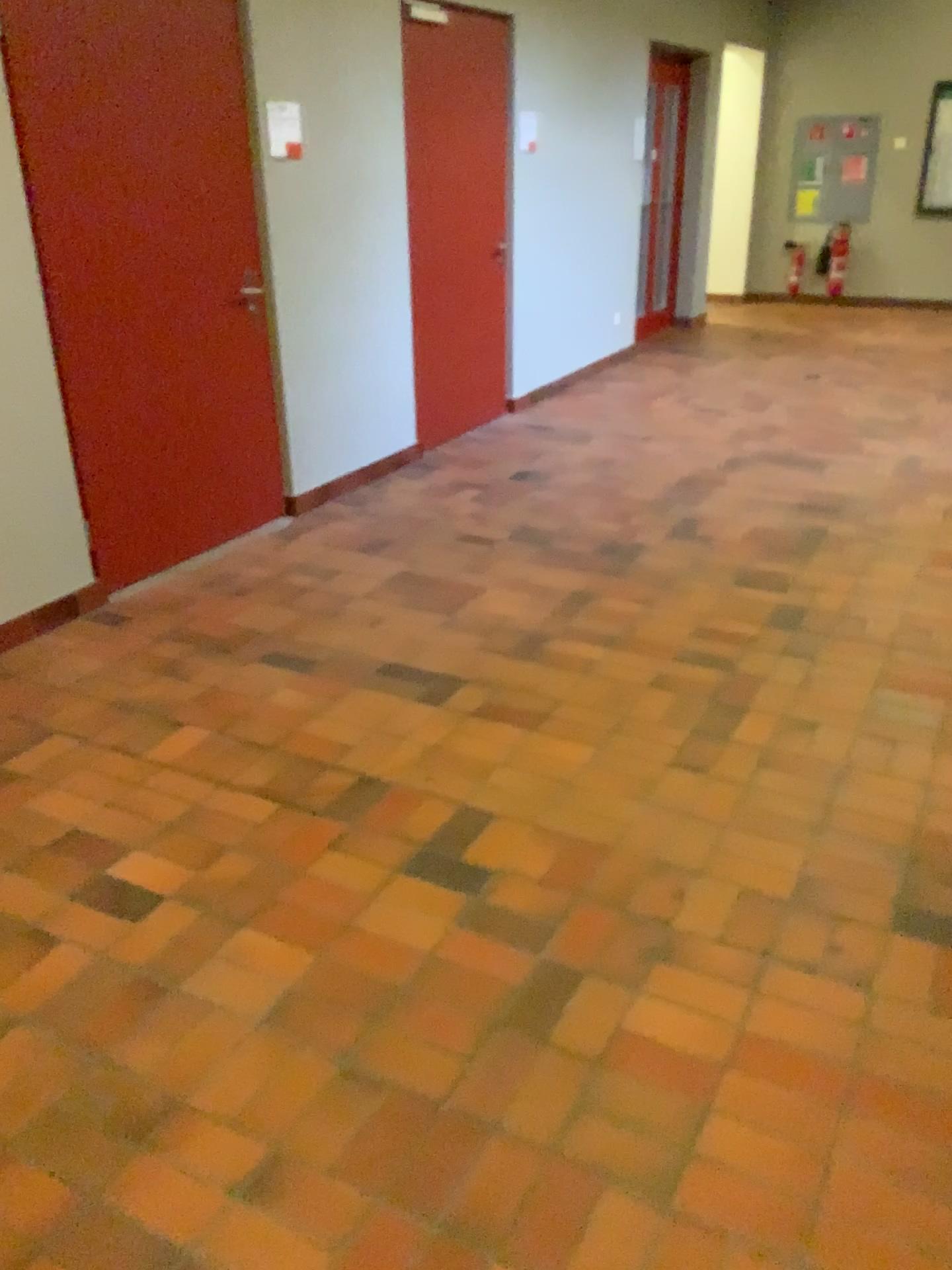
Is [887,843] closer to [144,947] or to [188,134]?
[144,947]
